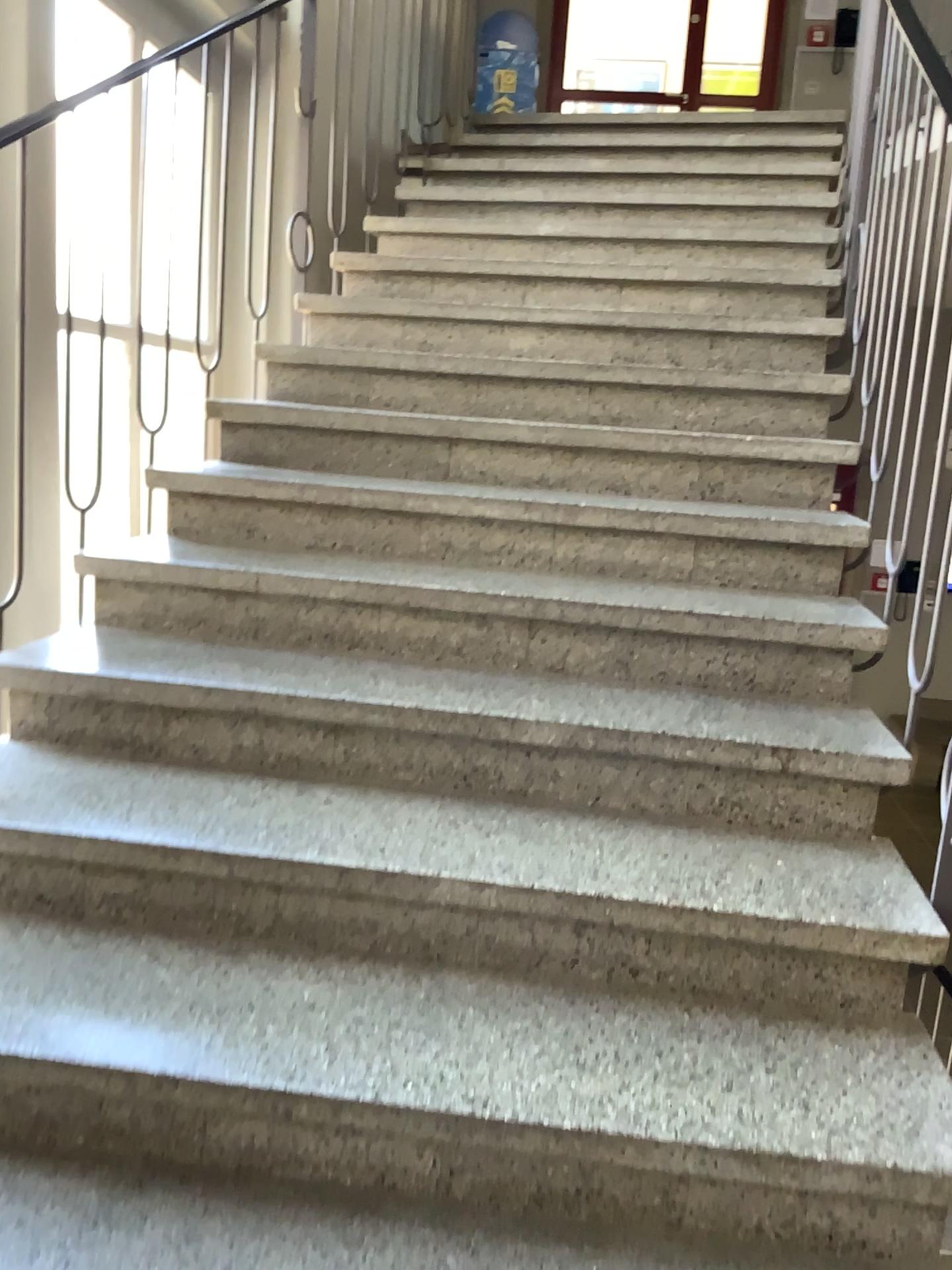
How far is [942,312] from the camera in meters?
2.0 m

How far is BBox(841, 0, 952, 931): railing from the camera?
2.0m

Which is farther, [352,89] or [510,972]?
[352,89]
